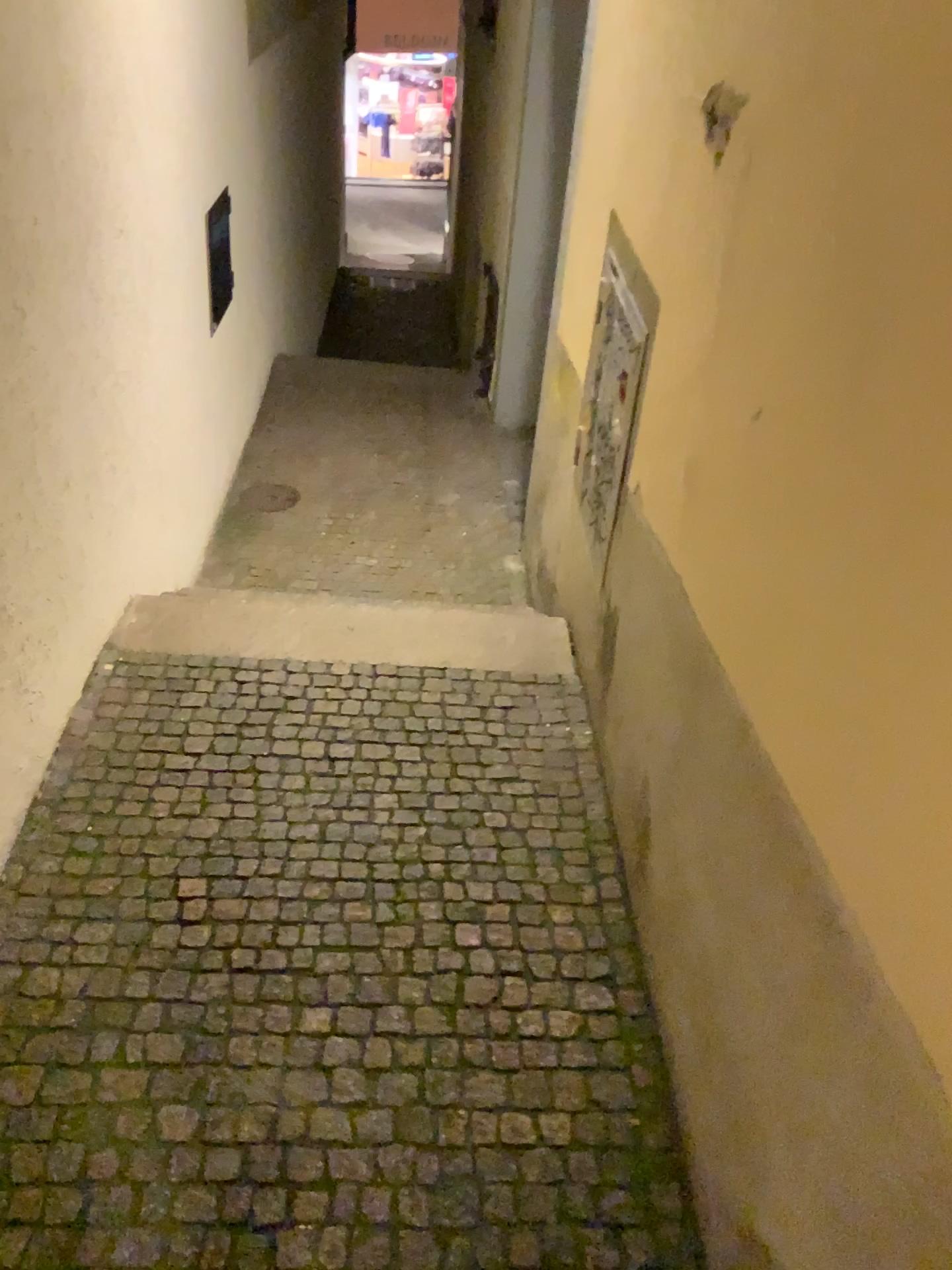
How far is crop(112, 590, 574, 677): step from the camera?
3.1m

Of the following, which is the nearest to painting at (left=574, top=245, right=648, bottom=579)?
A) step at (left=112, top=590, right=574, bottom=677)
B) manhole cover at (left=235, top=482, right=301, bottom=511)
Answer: step at (left=112, top=590, right=574, bottom=677)

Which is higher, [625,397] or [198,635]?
[625,397]

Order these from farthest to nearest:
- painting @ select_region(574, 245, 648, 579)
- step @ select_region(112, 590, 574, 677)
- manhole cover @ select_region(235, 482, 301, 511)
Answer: manhole cover @ select_region(235, 482, 301, 511), step @ select_region(112, 590, 574, 677), painting @ select_region(574, 245, 648, 579)

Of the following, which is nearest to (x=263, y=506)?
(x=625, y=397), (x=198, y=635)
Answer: (x=198, y=635)

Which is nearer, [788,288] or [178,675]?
[788,288]

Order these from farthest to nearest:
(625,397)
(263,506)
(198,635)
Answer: (263,506), (198,635), (625,397)

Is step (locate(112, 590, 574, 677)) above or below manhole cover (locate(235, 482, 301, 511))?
above

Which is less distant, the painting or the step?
the painting

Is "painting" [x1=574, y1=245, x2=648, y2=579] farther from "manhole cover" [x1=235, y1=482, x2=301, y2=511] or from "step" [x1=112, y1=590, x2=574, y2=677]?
"manhole cover" [x1=235, y1=482, x2=301, y2=511]
